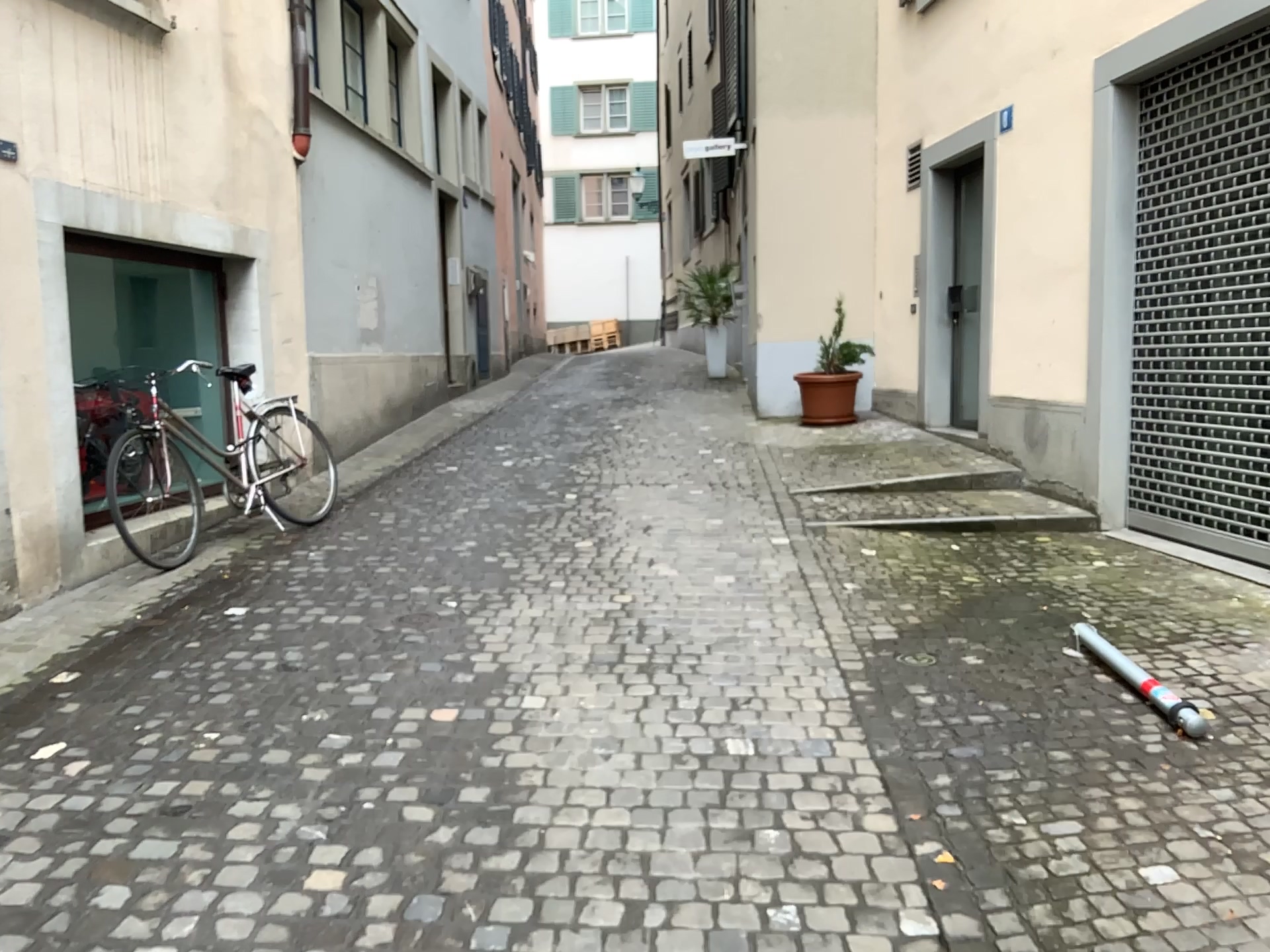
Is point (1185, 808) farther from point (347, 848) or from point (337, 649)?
point (337, 649)
